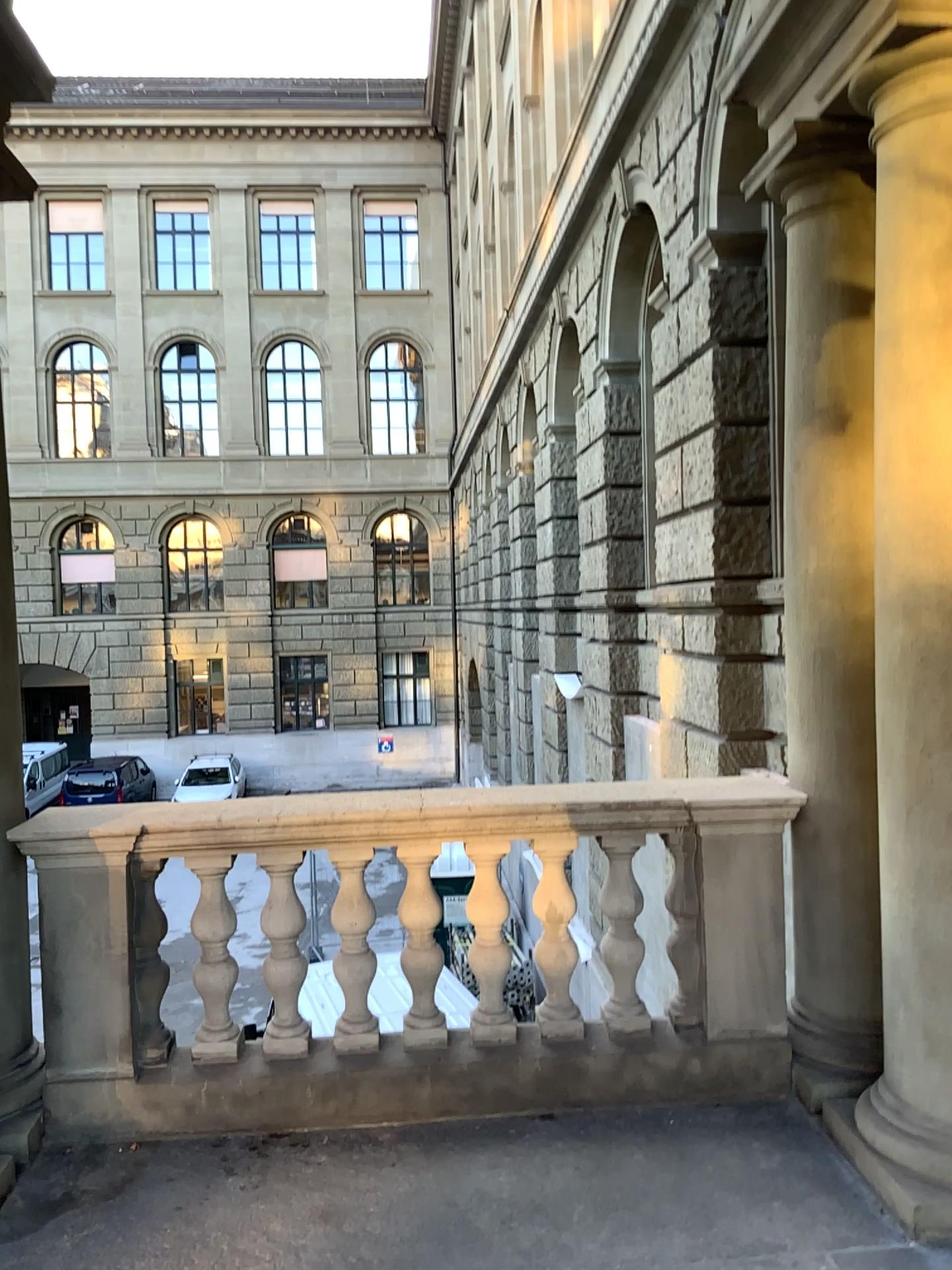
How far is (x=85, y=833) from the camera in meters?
3.3 m

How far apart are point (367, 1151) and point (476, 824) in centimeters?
102cm

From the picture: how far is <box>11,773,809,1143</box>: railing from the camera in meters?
3.3
